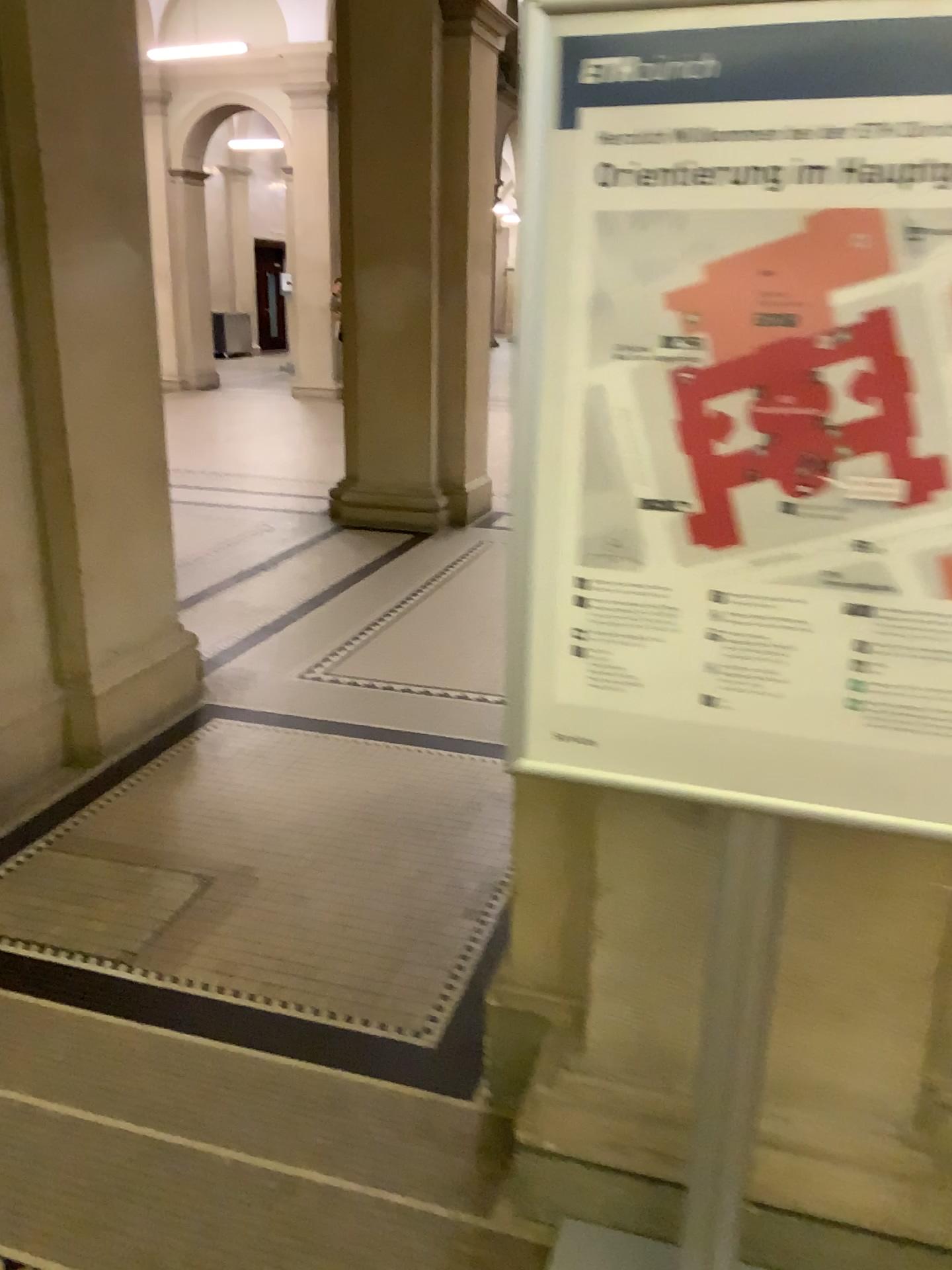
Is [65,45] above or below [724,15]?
above

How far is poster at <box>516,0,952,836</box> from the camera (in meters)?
1.02

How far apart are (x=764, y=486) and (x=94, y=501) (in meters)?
2.76

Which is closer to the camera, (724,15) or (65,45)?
(724,15)

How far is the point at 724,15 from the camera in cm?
102

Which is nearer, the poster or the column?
the poster
